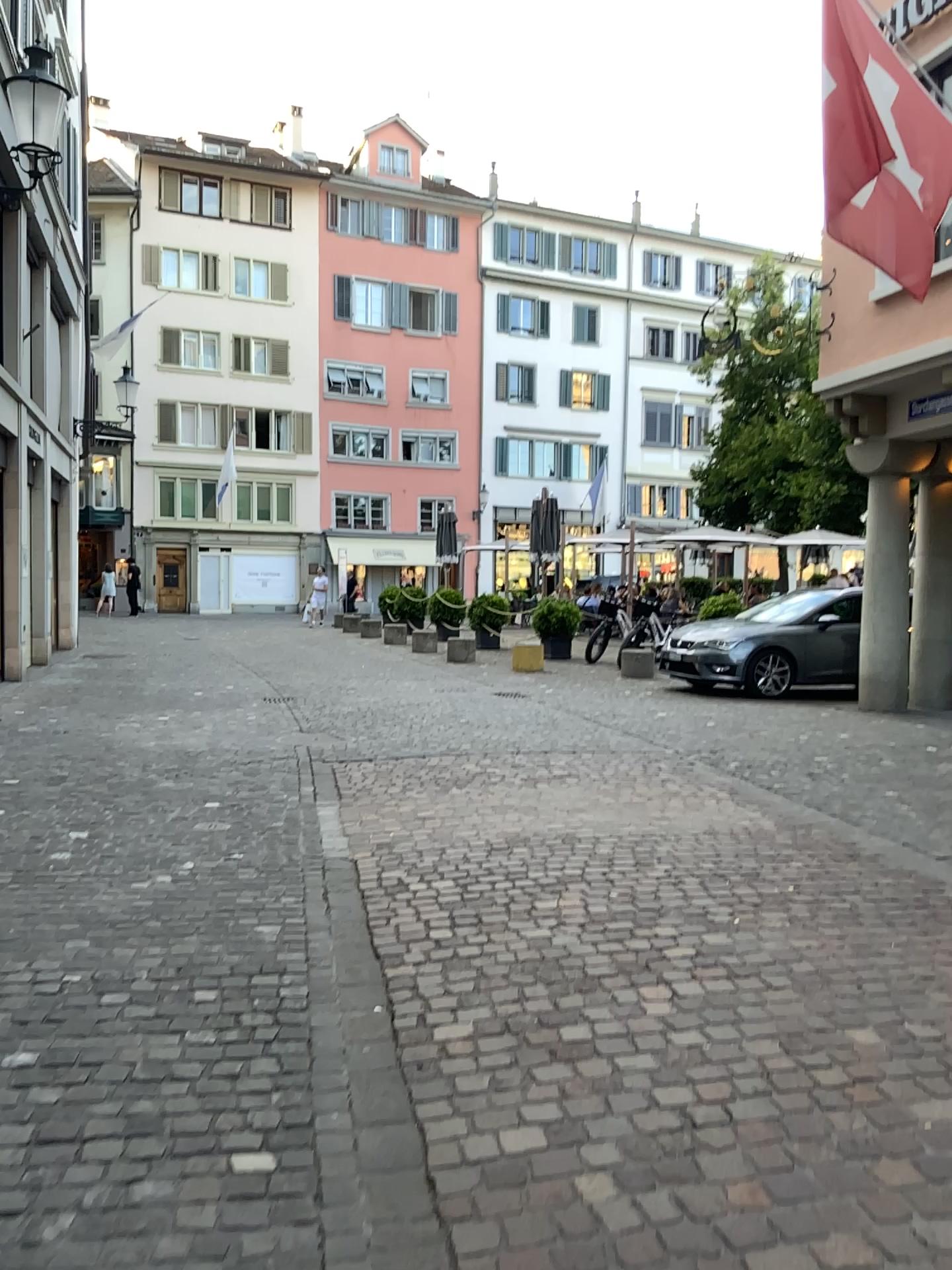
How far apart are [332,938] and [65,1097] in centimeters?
136cm
